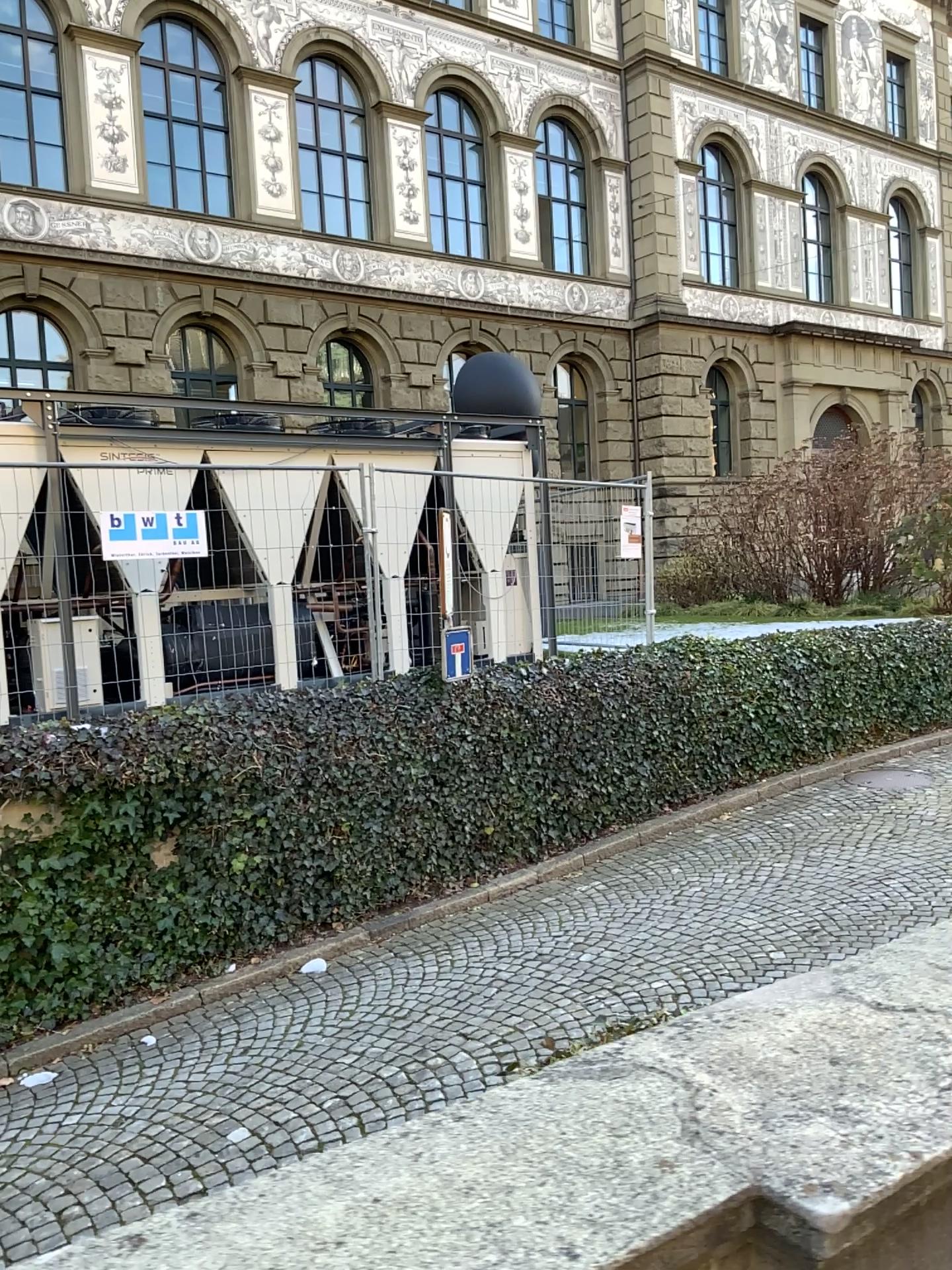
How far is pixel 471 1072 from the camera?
1.4m
